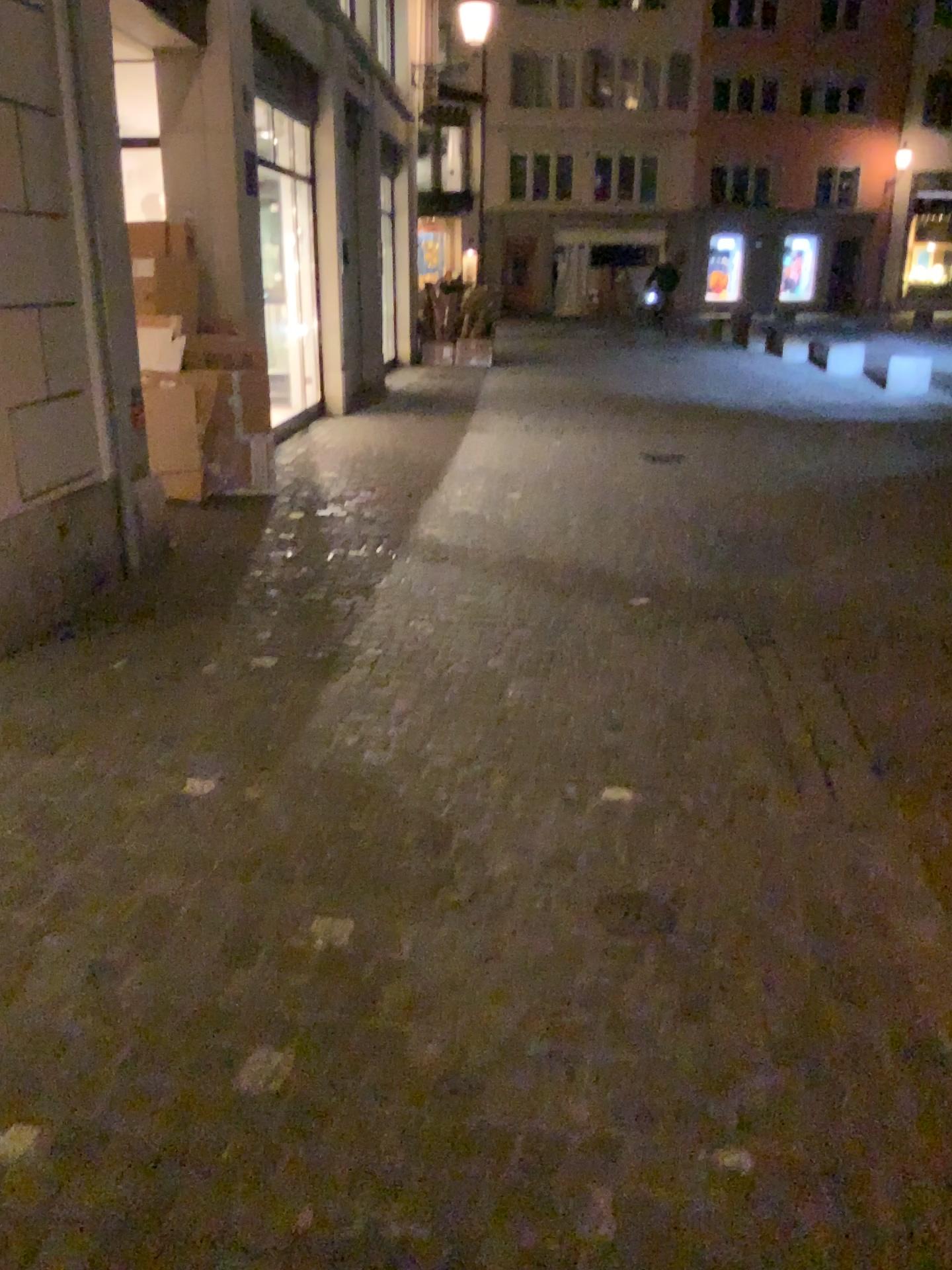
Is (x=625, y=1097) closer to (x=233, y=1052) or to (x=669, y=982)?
(x=669, y=982)
